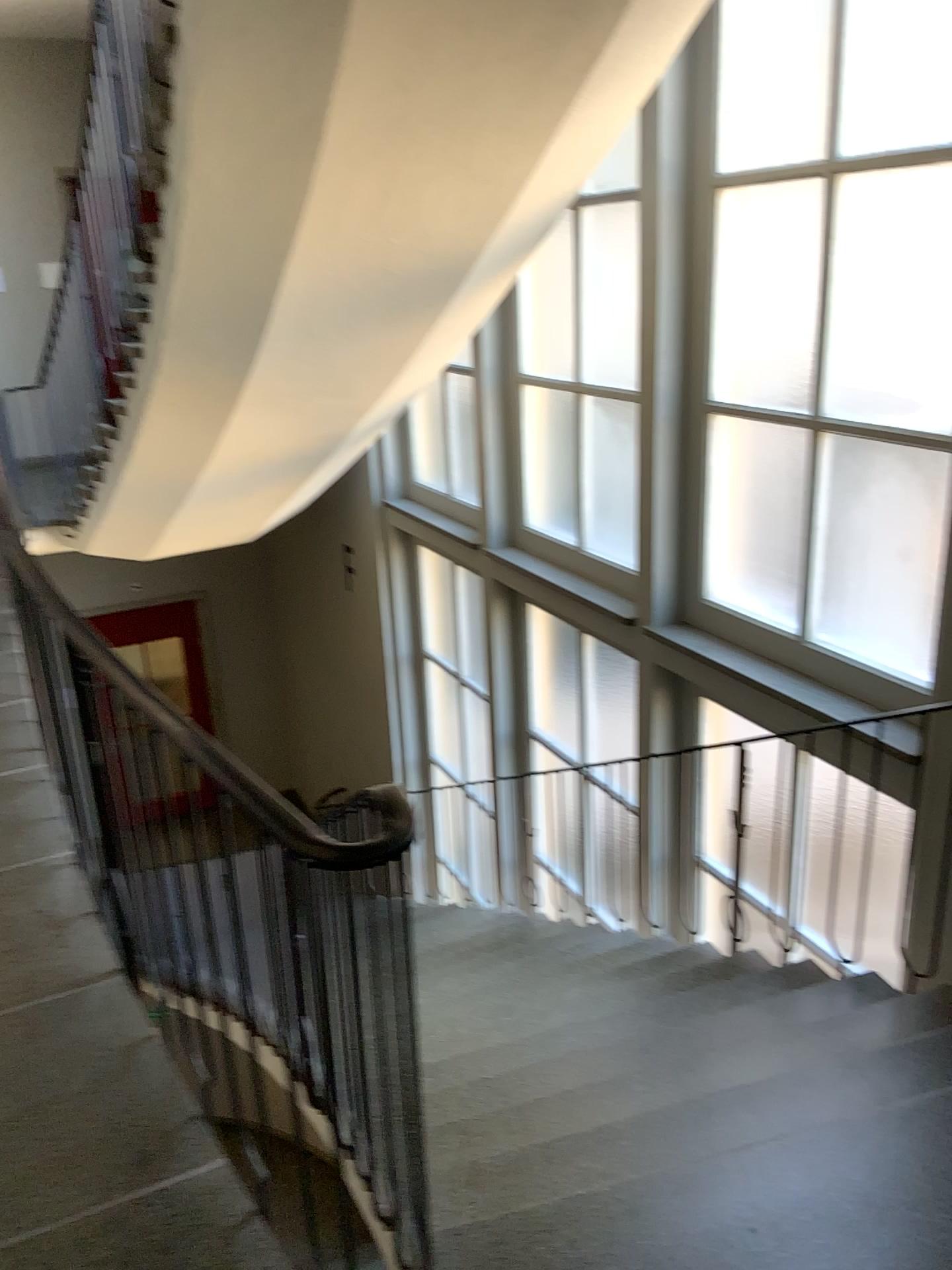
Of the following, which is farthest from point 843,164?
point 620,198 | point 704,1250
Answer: point 704,1250

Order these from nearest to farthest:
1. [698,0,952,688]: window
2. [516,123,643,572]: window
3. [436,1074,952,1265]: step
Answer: [436,1074,952,1265]: step
[698,0,952,688]: window
[516,123,643,572]: window

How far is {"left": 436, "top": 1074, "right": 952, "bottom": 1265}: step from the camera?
1.7 meters

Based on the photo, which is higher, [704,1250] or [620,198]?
[620,198]

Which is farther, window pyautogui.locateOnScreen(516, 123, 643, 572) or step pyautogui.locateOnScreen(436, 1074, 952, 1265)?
window pyautogui.locateOnScreen(516, 123, 643, 572)

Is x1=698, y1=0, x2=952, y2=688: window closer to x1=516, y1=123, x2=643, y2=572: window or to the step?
x1=516, y1=123, x2=643, y2=572: window

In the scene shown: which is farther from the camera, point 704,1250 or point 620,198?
point 620,198

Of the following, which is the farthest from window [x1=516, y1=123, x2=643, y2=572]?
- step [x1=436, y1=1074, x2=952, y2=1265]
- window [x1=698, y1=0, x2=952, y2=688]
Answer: step [x1=436, y1=1074, x2=952, y2=1265]

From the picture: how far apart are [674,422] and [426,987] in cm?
250

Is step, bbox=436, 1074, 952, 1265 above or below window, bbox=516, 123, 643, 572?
below
